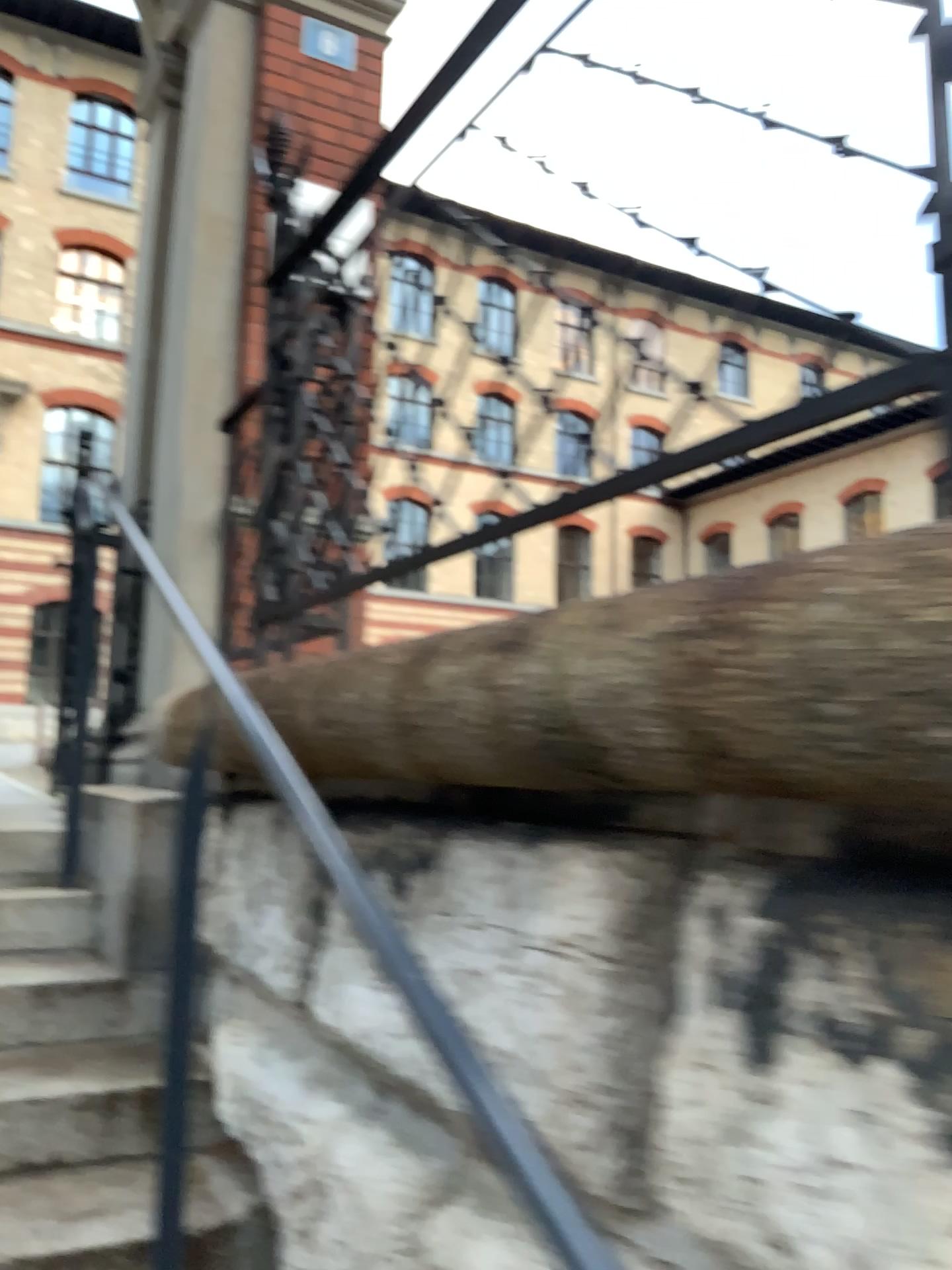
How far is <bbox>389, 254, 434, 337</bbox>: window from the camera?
1.7 meters

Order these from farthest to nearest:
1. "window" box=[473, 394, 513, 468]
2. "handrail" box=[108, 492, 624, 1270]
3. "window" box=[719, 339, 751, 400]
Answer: "window" box=[473, 394, 513, 468], "window" box=[719, 339, 751, 400], "handrail" box=[108, 492, 624, 1270]

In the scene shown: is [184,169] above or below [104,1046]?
above

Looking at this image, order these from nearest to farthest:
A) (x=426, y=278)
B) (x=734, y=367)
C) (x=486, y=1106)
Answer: (x=486, y=1106) < (x=734, y=367) < (x=426, y=278)

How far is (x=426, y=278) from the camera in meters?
1.7 m

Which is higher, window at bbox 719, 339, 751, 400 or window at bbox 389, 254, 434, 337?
window at bbox 389, 254, 434, 337

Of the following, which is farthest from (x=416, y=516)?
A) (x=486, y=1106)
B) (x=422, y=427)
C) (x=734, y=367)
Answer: (x=486, y=1106)

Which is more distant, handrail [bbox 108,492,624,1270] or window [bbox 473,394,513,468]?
window [bbox 473,394,513,468]

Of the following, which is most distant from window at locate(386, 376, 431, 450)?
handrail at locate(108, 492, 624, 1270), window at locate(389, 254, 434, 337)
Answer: handrail at locate(108, 492, 624, 1270)

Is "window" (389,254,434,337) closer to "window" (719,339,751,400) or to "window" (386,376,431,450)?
"window" (386,376,431,450)
